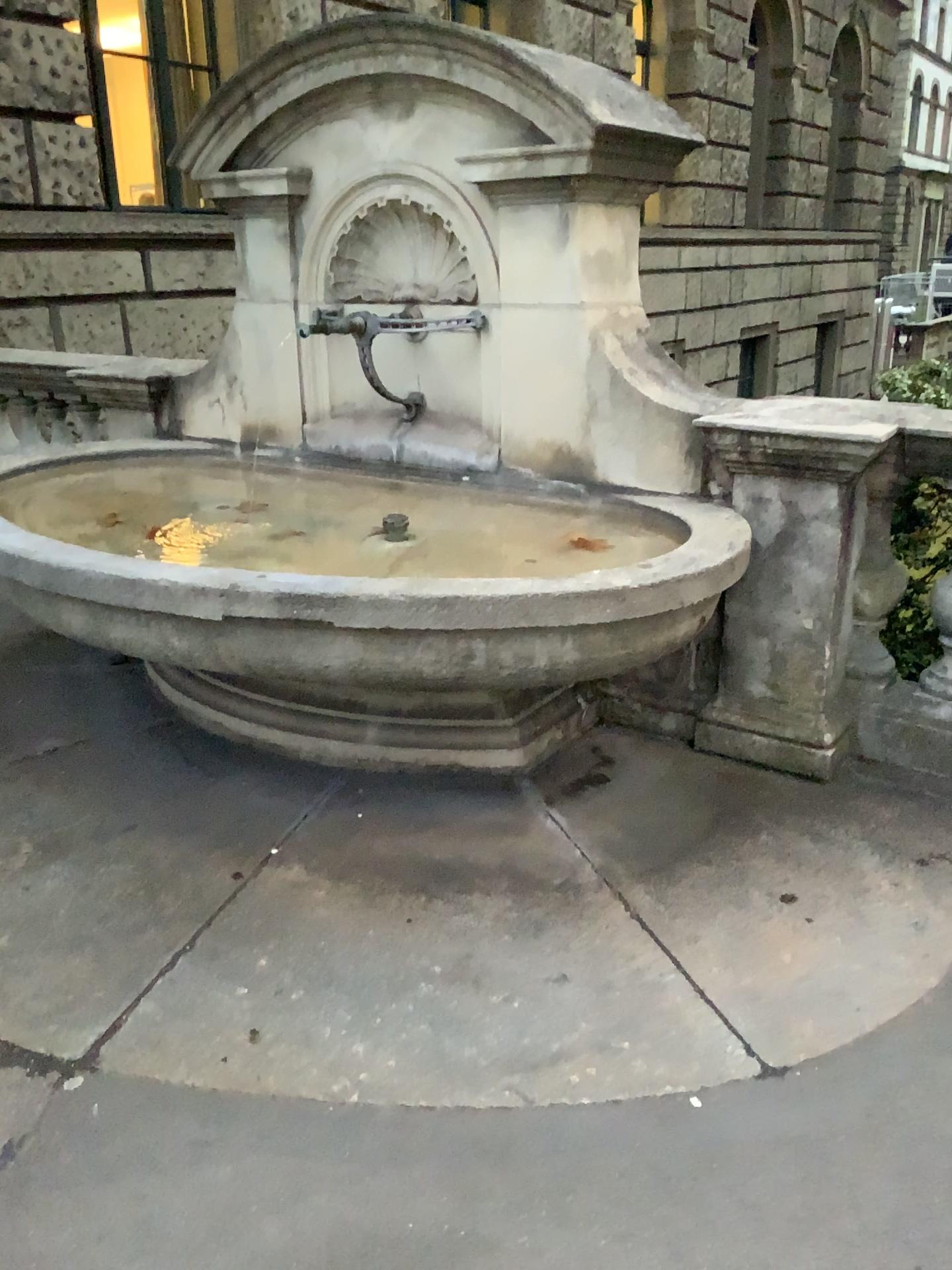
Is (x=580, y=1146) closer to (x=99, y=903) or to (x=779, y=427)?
(x=99, y=903)
